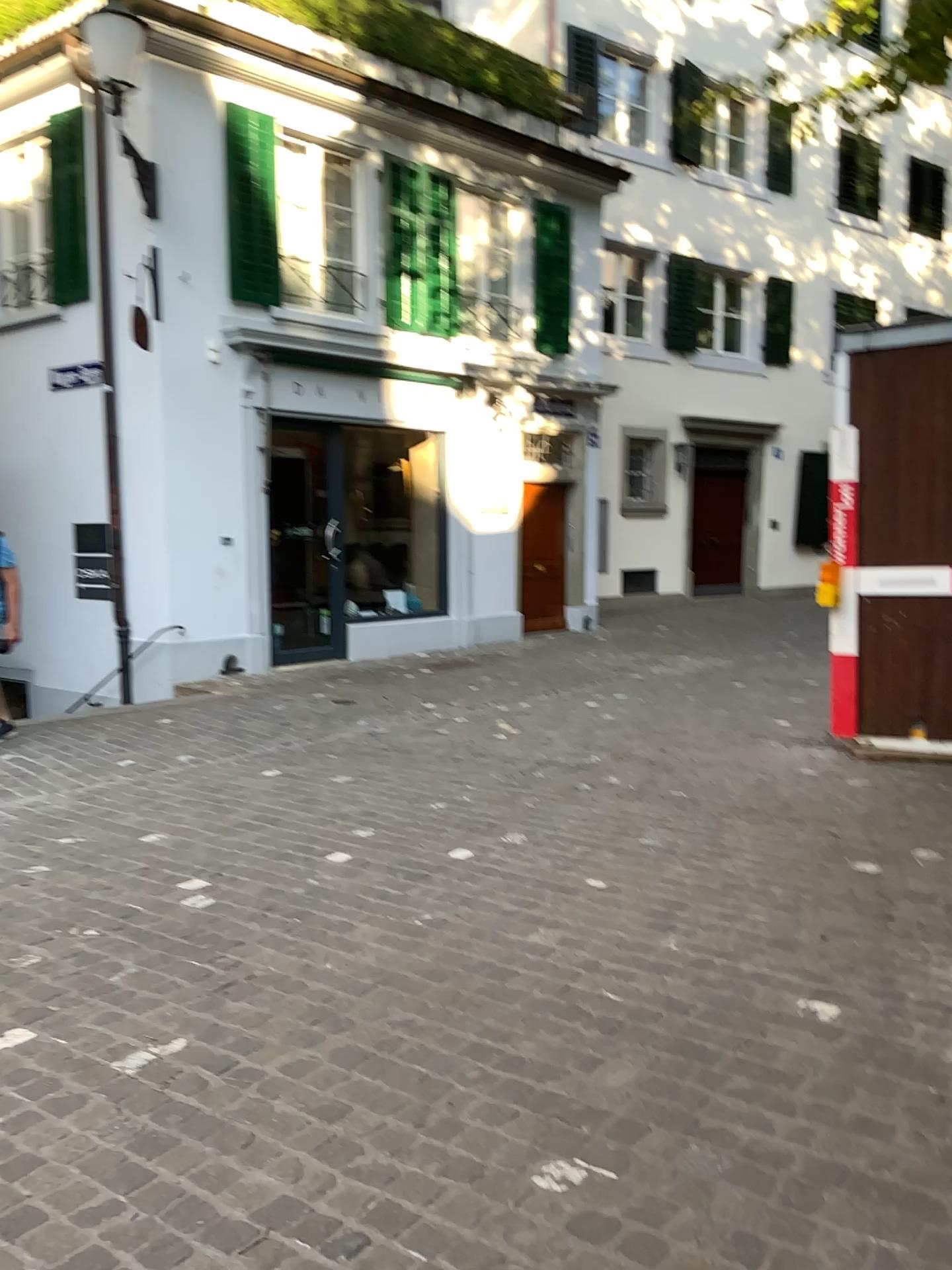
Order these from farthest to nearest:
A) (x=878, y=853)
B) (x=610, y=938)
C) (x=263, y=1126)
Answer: (x=878, y=853), (x=610, y=938), (x=263, y=1126)
